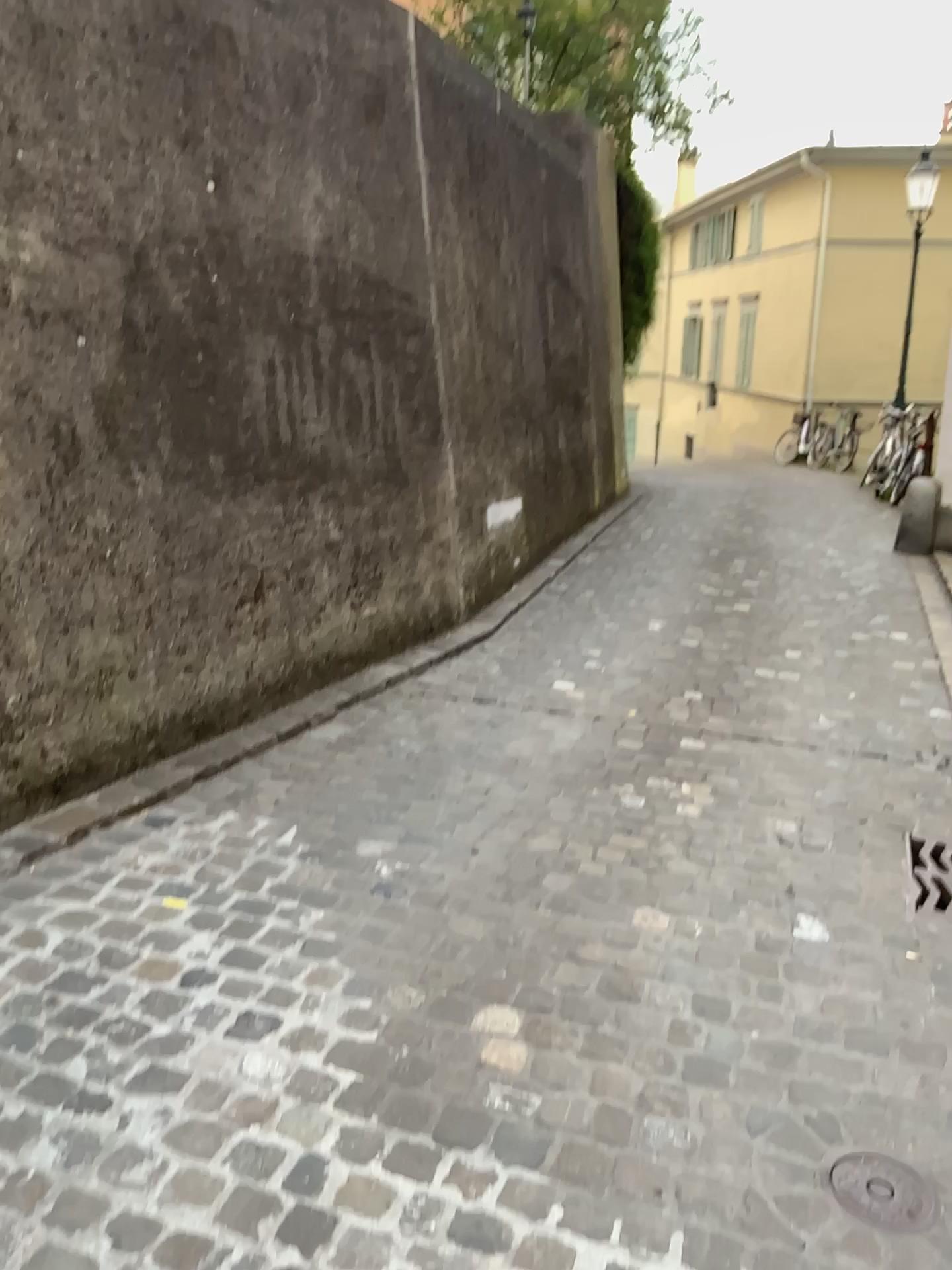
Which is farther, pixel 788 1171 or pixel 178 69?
pixel 178 69

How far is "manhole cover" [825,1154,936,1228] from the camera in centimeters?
171cm

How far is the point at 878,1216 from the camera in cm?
171
